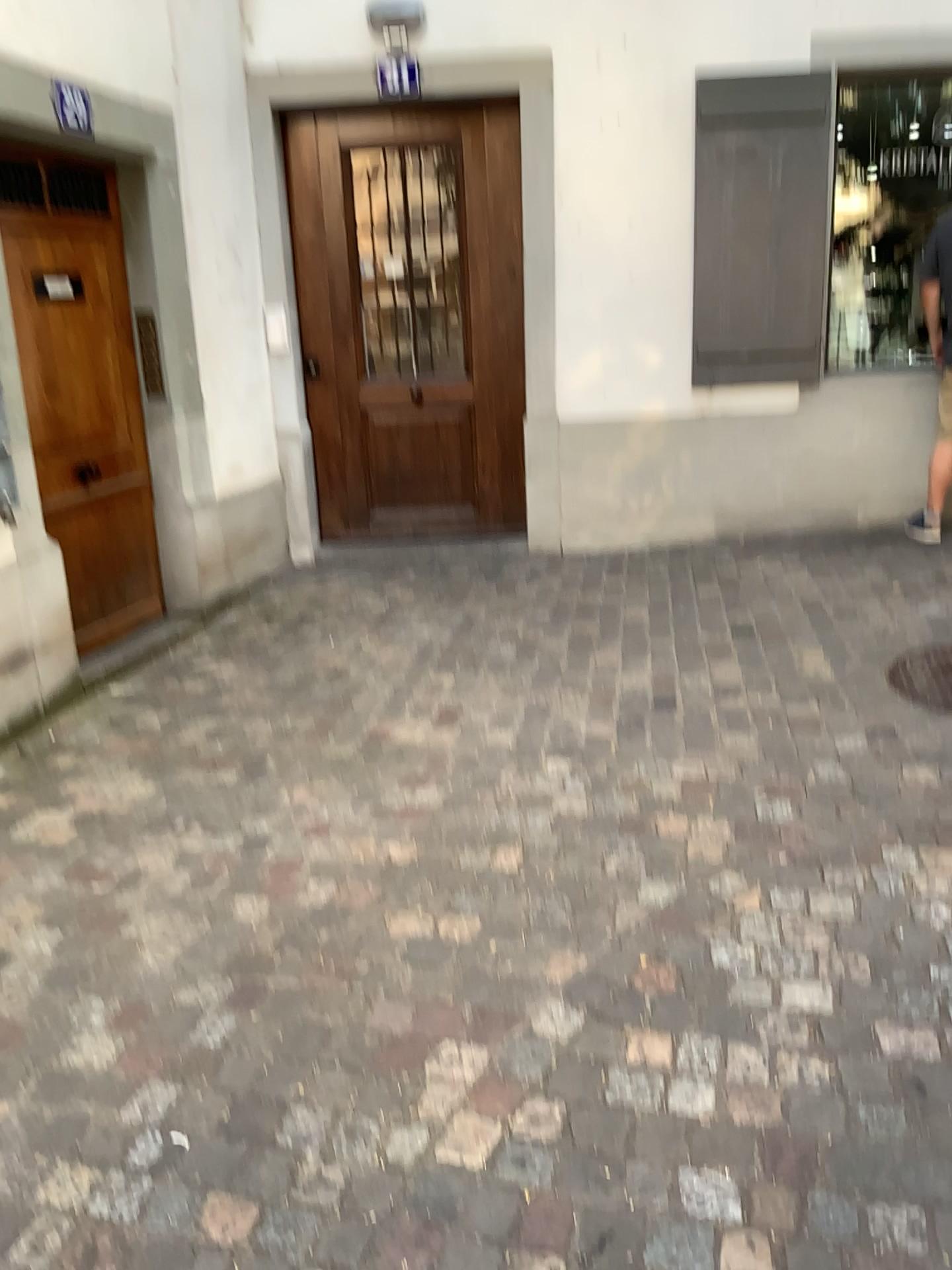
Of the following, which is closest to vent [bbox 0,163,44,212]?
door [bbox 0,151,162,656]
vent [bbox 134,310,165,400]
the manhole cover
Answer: door [bbox 0,151,162,656]

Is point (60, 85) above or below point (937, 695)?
above

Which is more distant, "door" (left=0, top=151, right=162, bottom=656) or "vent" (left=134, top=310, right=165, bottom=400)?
"vent" (left=134, top=310, right=165, bottom=400)

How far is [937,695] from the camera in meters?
3.3 m

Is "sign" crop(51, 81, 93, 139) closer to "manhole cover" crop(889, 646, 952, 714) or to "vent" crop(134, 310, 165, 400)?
"vent" crop(134, 310, 165, 400)

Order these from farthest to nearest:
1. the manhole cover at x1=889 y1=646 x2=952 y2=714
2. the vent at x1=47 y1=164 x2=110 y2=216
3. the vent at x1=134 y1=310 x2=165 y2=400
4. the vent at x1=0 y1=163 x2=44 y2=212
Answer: the vent at x1=134 y1=310 x2=165 y2=400 < the vent at x1=47 y1=164 x2=110 y2=216 < the vent at x1=0 y1=163 x2=44 y2=212 < the manhole cover at x1=889 y1=646 x2=952 y2=714

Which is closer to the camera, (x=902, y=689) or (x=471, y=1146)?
(x=471, y=1146)

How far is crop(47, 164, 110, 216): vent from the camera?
3.94m

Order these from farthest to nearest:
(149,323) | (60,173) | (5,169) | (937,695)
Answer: (149,323)
(60,173)
(5,169)
(937,695)

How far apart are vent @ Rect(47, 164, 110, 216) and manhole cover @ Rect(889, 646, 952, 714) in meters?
3.4
